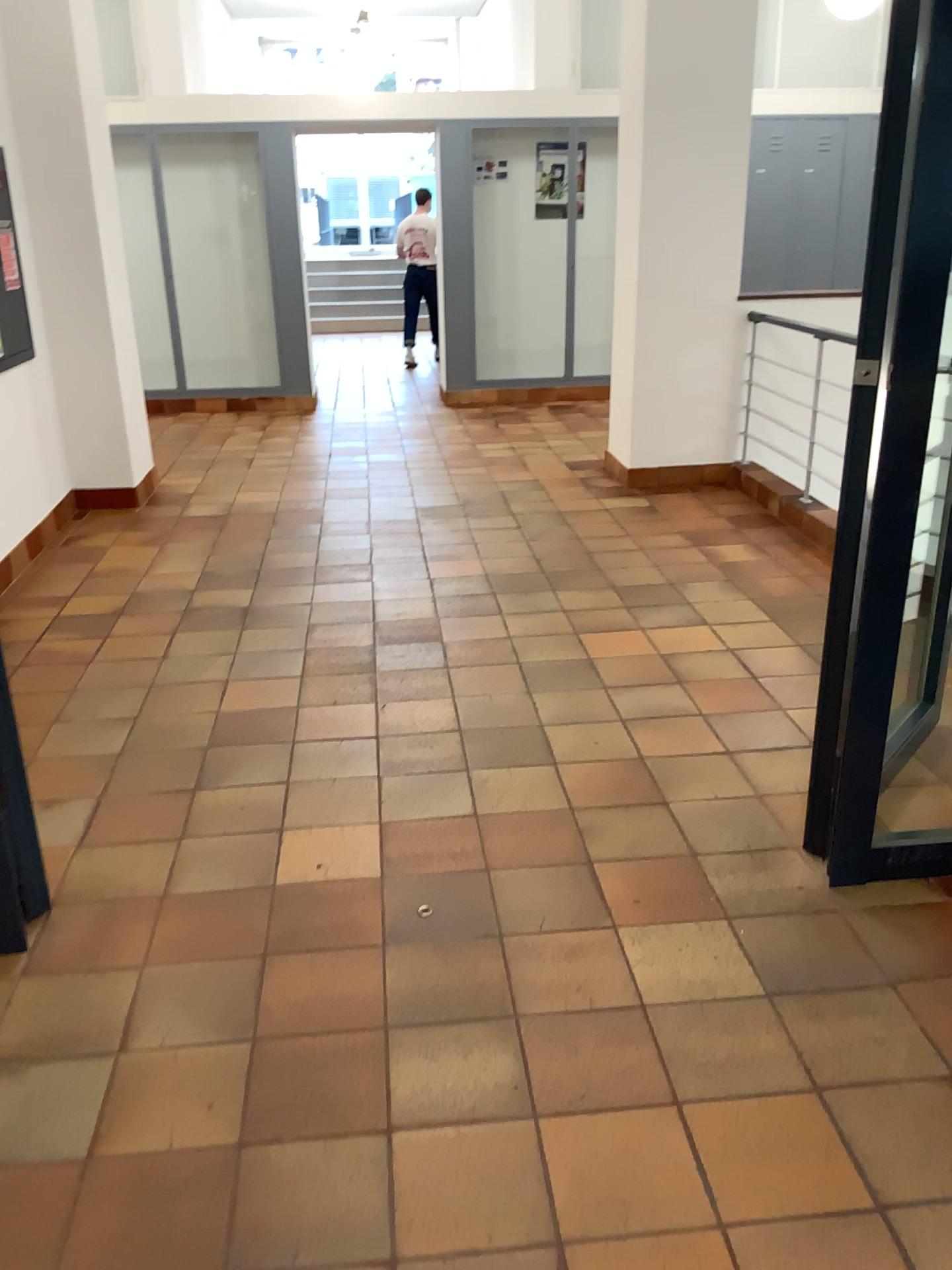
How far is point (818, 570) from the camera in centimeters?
459cm
